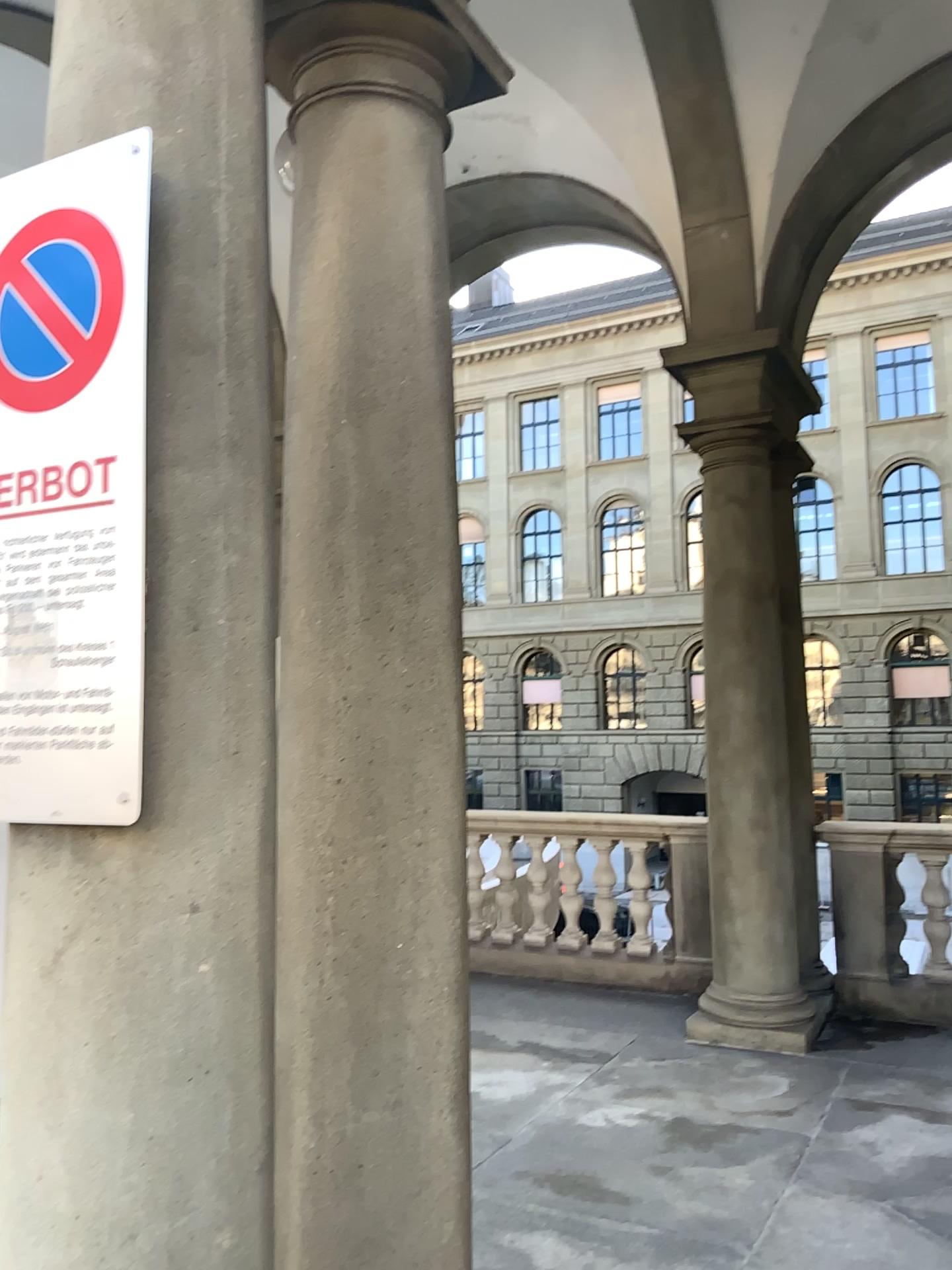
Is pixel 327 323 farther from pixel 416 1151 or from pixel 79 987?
pixel 416 1151

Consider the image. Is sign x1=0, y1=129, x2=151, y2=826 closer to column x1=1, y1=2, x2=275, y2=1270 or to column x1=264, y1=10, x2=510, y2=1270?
column x1=1, y1=2, x2=275, y2=1270

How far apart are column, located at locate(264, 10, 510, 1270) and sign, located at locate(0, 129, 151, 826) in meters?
0.6

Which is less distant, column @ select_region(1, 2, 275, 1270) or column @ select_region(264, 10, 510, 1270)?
column @ select_region(1, 2, 275, 1270)

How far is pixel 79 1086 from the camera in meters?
1.5

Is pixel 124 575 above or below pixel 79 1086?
above

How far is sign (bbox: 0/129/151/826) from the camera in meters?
1.5 m

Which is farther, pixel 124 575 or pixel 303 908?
pixel 303 908

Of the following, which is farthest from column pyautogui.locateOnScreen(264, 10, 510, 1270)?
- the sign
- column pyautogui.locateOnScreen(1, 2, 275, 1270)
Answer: the sign
